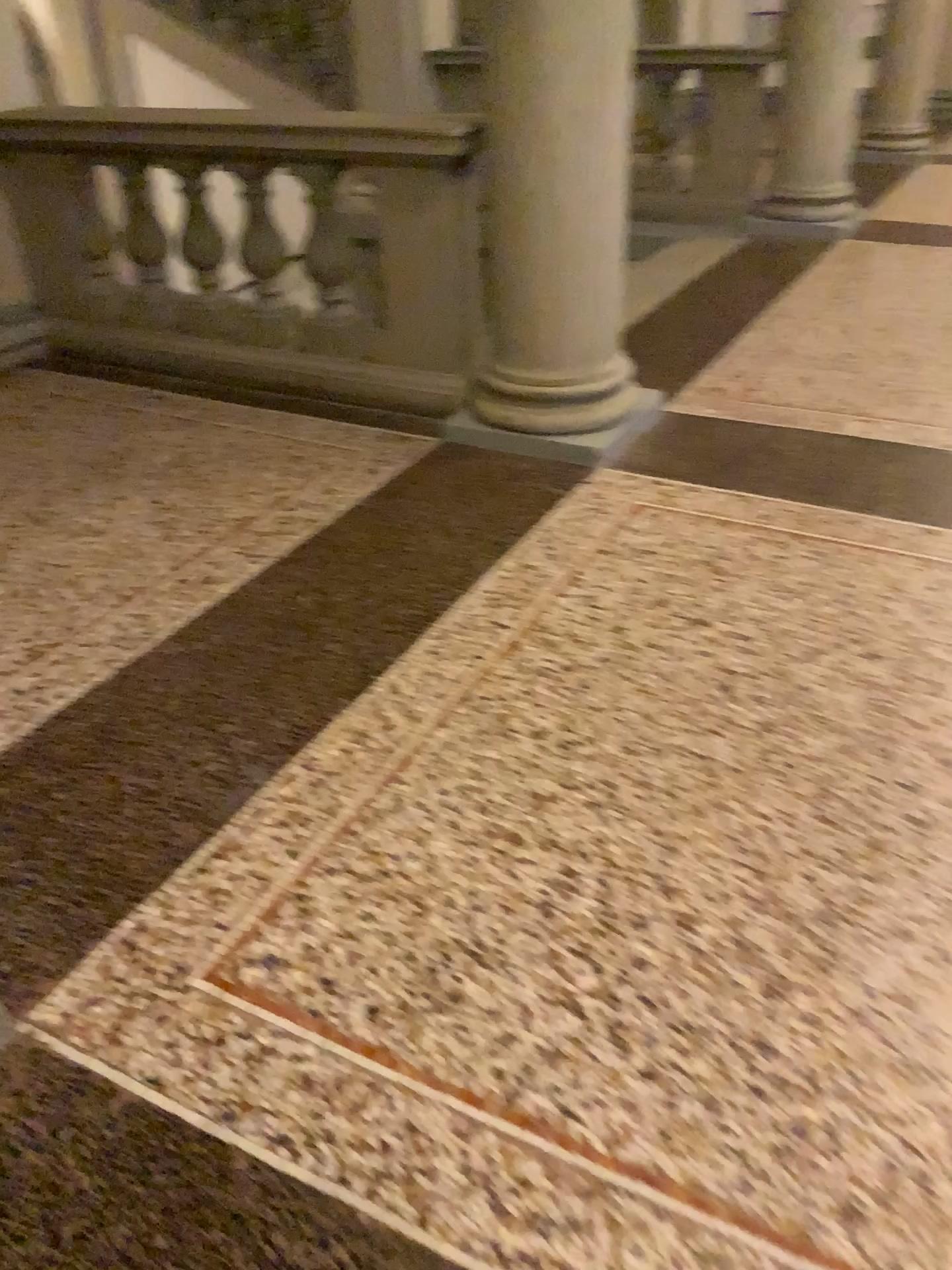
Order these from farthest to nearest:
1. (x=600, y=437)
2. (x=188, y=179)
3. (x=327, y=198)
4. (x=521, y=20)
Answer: (x=188, y=179), (x=327, y=198), (x=600, y=437), (x=521, y=20)

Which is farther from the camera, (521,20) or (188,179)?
(188,179)

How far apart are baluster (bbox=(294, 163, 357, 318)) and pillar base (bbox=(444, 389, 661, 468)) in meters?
0.6

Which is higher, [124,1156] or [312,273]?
[312,273]

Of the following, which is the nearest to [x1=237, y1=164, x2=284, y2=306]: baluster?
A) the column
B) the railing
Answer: the railing

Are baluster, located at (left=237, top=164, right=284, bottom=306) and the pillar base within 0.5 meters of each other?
no

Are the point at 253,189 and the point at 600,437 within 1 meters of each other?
no

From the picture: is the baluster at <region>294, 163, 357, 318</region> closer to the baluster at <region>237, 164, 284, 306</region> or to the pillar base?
the baluster at <region>237, 164, 284, 306</region>

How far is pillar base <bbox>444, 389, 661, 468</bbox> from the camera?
3.1 meters

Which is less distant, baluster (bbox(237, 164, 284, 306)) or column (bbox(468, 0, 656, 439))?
column (bbox(468, 0, 656, 439))
